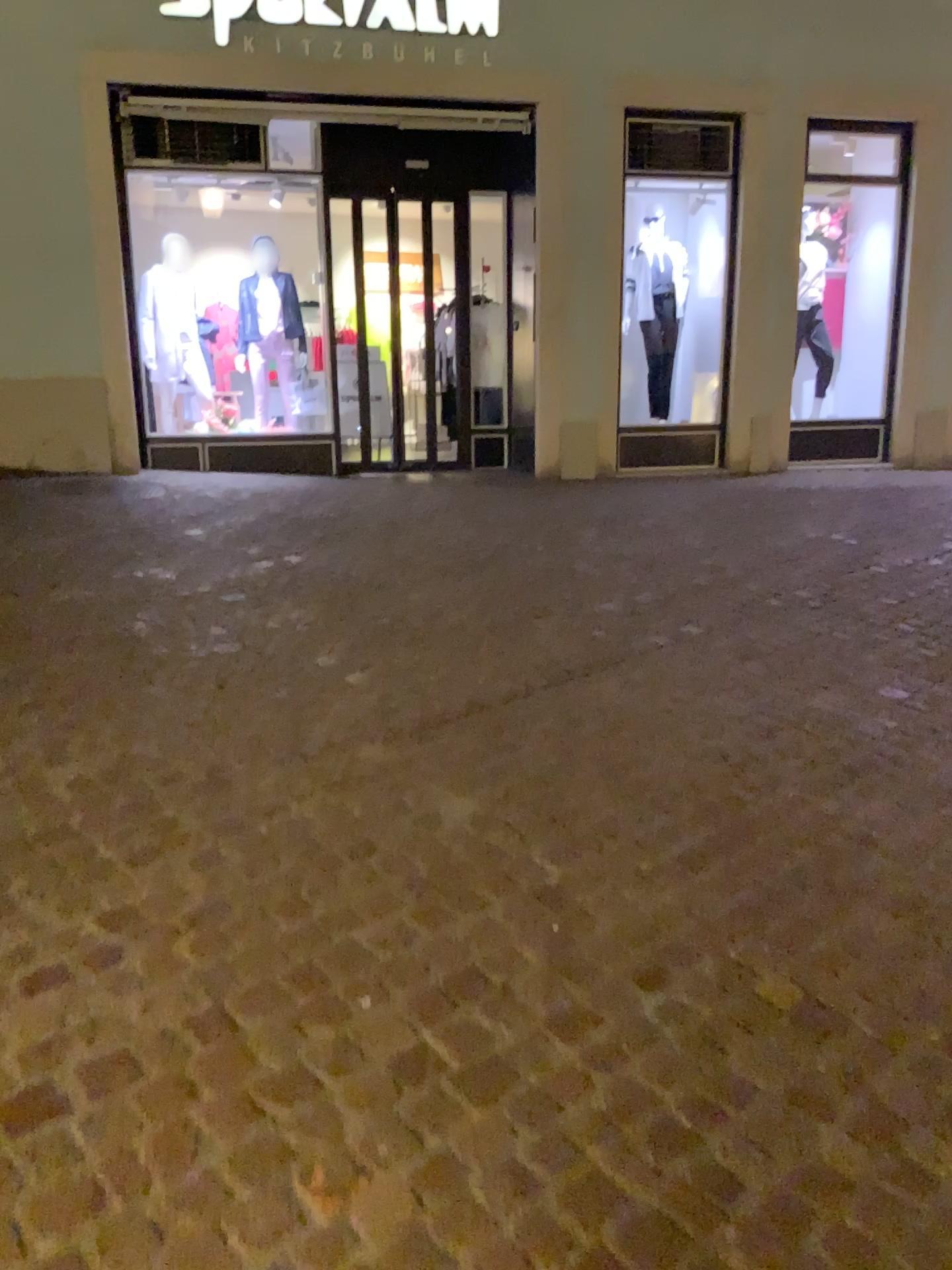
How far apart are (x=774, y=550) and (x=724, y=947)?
3.4 meters
